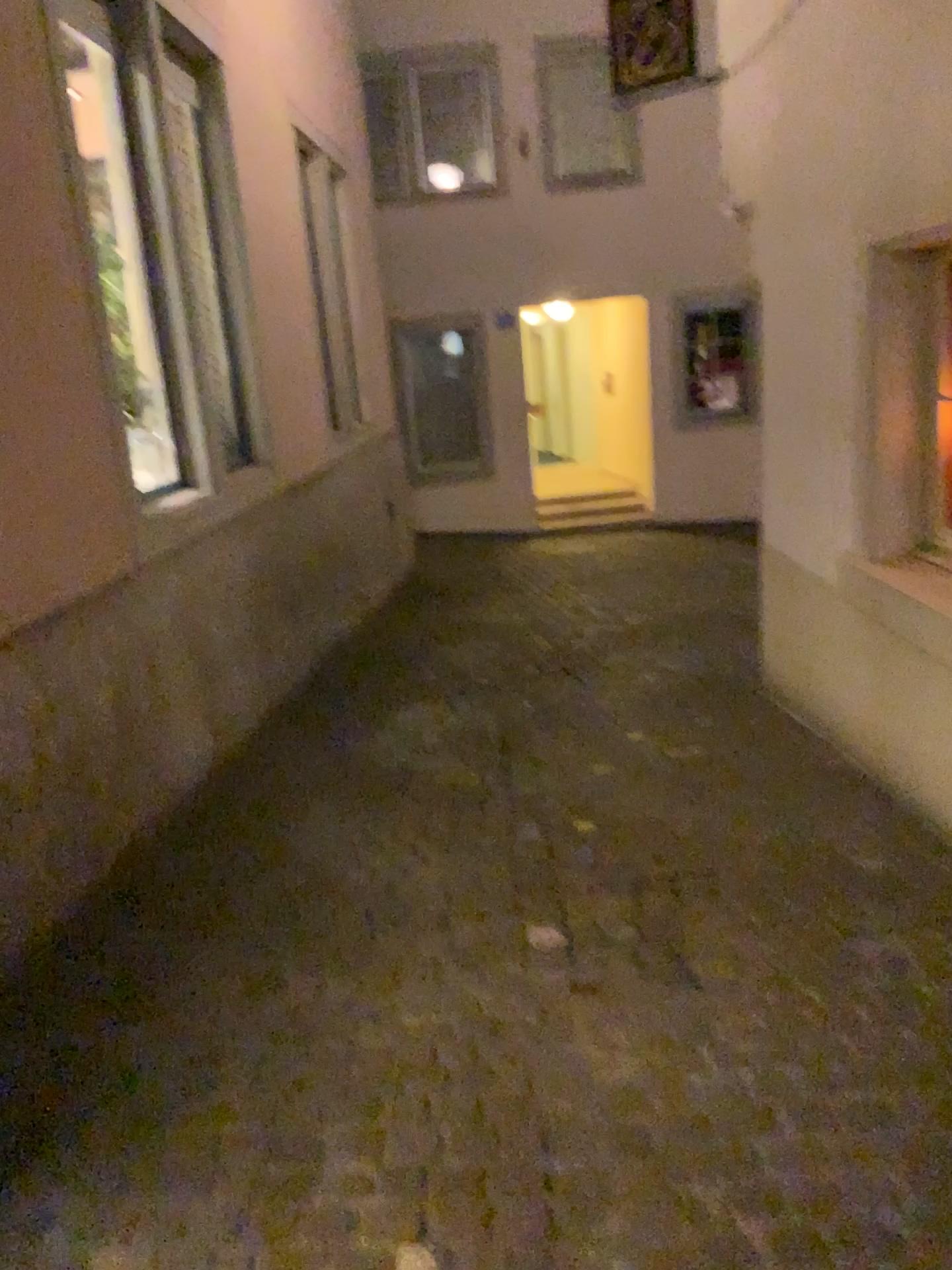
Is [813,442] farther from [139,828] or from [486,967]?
[139,828]
